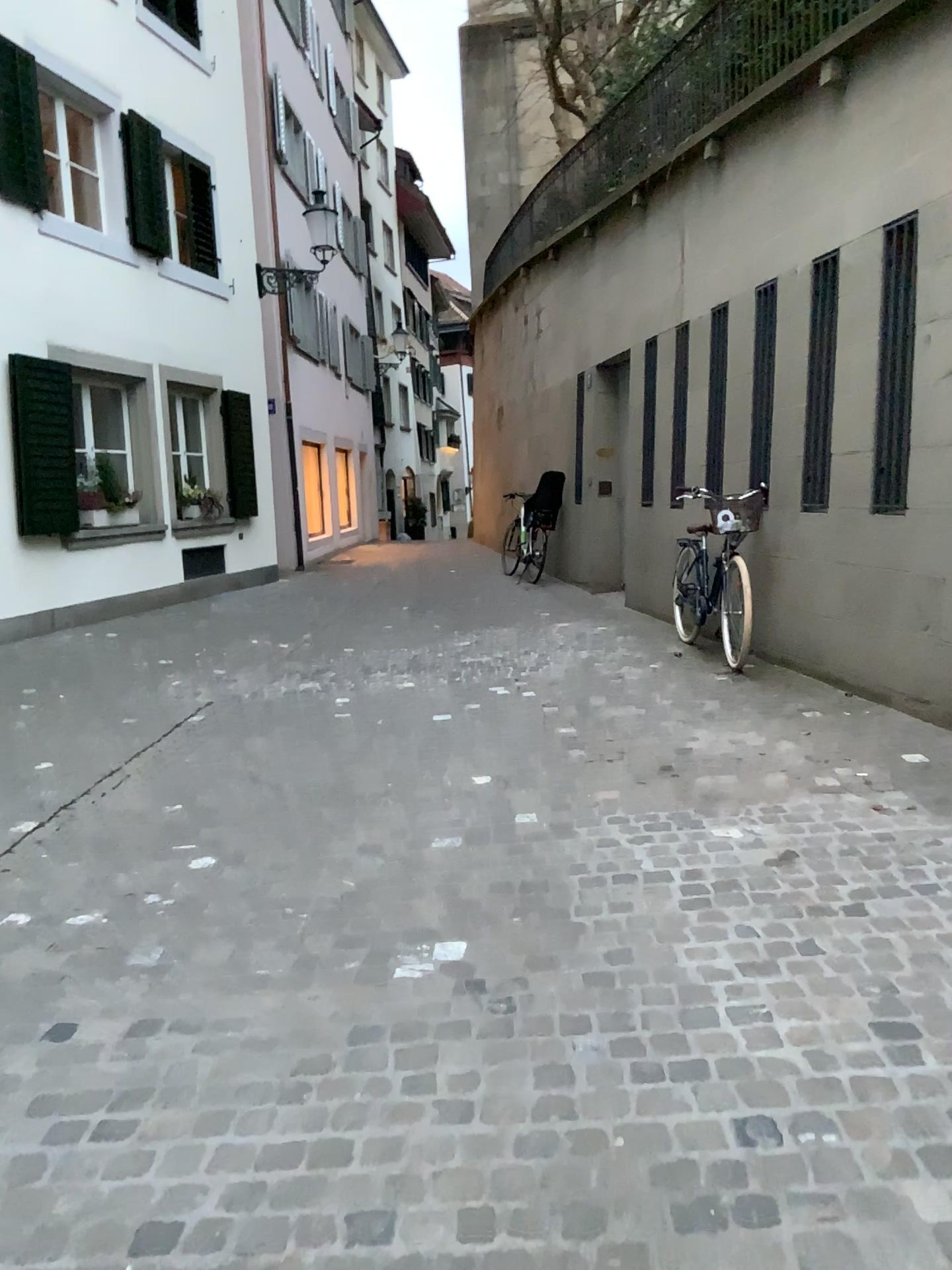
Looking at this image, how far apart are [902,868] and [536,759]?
1.8 meters
